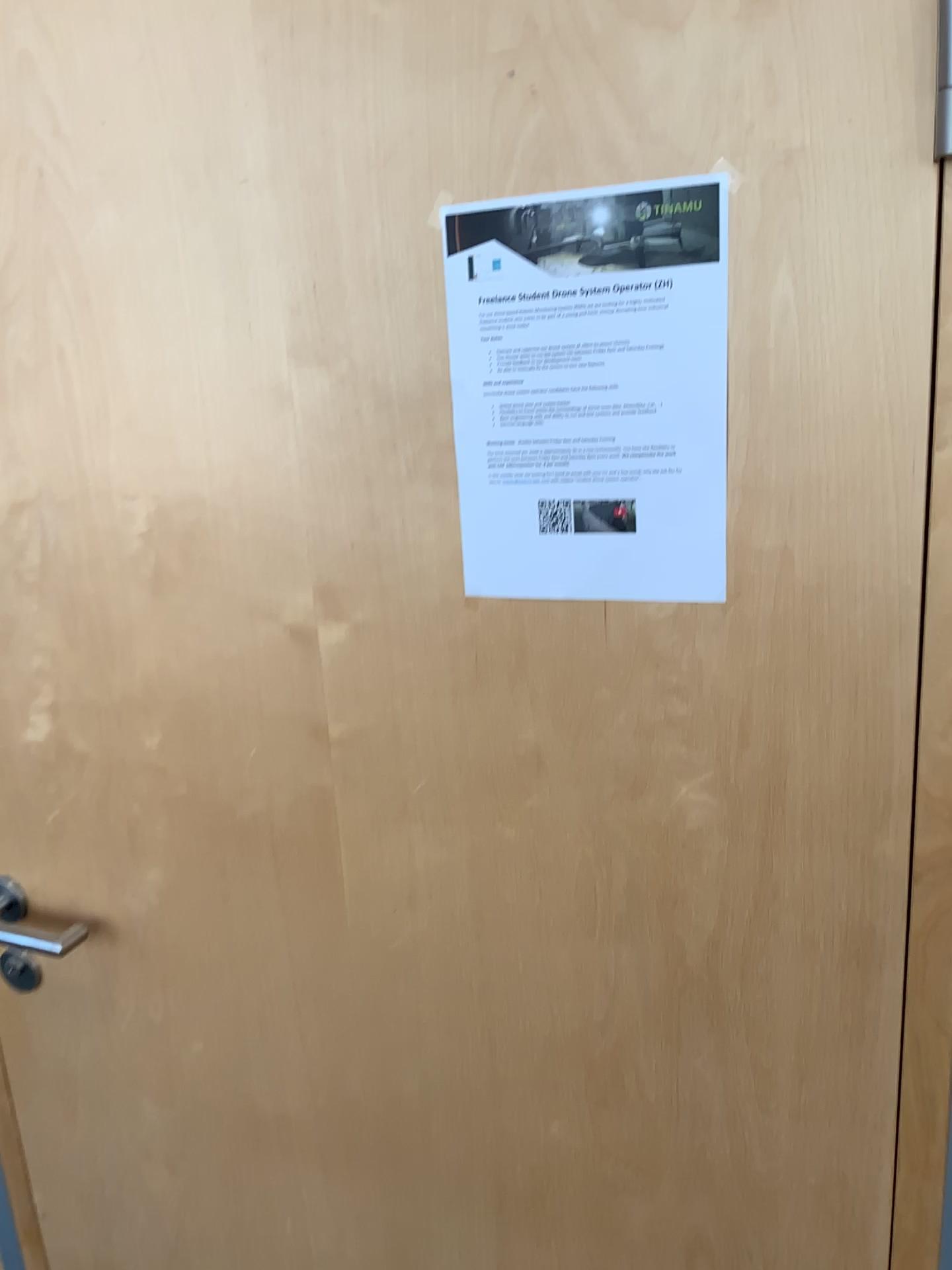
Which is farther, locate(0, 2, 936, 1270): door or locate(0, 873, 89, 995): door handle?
locate(0, 873, 89, 995): door handle

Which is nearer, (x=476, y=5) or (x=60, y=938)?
(x=476, y=5)

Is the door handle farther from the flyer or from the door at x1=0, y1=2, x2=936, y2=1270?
the flyer

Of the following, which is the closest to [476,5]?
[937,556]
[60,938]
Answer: [937,556]

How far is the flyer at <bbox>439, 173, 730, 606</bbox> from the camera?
0.7 meters

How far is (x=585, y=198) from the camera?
0.7m

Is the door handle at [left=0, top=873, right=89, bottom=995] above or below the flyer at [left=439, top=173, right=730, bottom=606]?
below

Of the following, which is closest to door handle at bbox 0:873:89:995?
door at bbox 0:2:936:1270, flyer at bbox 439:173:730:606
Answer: door at bbox 0:2:936:1270

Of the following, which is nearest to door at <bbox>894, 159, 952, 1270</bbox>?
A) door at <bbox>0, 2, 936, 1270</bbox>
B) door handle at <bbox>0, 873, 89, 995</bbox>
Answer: door at <bbox>0, 2, 936, 1270</bbox>

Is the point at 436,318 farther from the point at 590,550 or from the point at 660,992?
the point at 660,992
